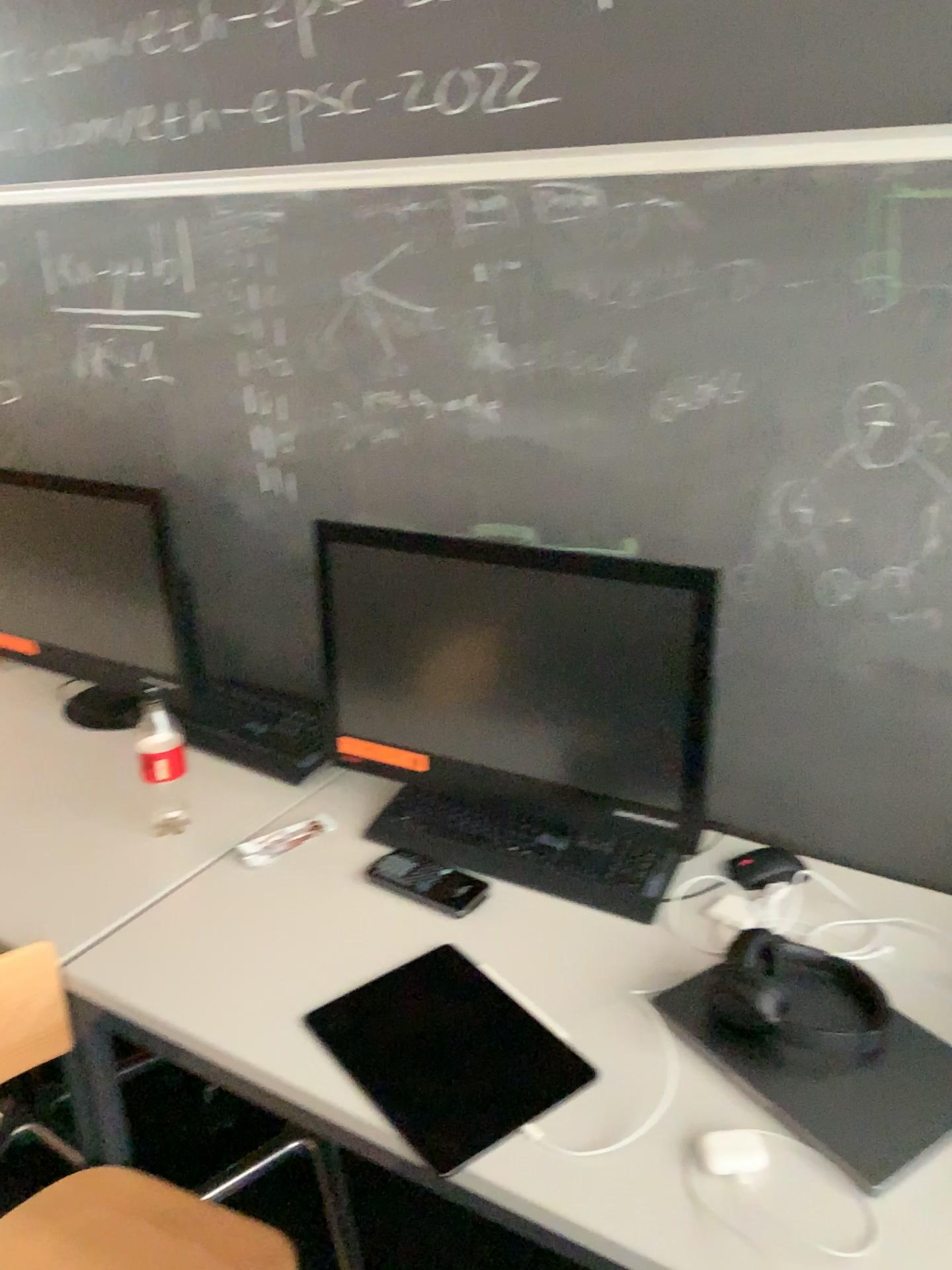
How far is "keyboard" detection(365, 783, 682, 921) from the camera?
1.4m

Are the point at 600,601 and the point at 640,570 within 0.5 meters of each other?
yes

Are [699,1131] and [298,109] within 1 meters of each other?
no

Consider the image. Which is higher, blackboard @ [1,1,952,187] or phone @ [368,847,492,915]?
blackboard @ [1,1,952,187]

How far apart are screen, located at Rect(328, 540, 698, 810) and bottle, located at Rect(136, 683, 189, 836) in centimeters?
26cm

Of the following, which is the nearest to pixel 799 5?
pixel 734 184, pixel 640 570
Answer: pixel 734 184

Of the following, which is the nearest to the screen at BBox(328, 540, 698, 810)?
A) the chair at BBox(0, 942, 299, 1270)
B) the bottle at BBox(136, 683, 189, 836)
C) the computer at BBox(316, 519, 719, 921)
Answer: the computer at BBox(316, 519, 719, 921)

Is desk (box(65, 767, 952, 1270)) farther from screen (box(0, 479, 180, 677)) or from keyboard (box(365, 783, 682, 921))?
screen (box(0, 479, 180, 677))

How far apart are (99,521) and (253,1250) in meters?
1.1 m

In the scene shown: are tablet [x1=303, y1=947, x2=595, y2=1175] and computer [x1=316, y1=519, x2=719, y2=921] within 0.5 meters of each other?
yes
